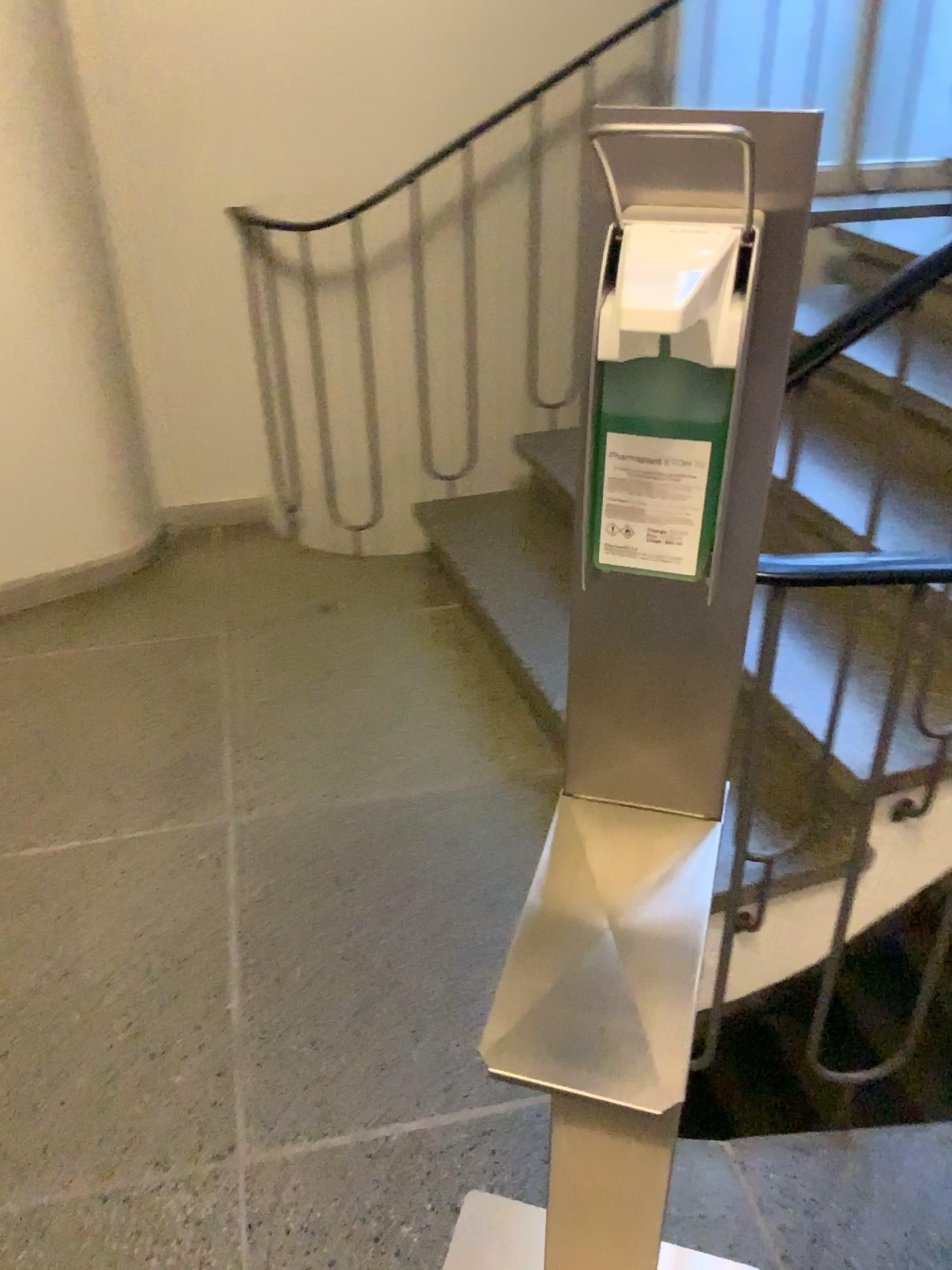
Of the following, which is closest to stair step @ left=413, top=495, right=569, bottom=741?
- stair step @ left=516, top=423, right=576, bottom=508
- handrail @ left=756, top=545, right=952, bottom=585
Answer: stair step @ left=516, top=423, right=576, bottom=508

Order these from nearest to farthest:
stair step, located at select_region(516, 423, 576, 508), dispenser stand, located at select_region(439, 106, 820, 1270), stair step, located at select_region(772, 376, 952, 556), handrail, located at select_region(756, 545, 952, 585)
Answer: dispenser stand, located at select_region(439, 106, 820, 1270) → handrail, located at select_region(756, 545, 952, 585) → stair step, located at select_region(772, 376, 952, 556) → stair step, located at select_region(516, 423, 576, 508)

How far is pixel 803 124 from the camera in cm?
62

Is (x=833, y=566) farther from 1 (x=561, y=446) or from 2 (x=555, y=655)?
1 (x=561, y=446)

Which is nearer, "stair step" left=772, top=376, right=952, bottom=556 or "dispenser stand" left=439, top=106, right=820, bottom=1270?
"dispenser stand" left=439, top=106, right=820, bottom=1270

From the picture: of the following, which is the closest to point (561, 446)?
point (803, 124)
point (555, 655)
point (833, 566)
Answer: point (555, 655)

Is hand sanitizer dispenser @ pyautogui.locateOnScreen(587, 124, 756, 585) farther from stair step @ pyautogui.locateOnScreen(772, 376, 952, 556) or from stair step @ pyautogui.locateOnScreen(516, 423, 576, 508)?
stair step @ pyautogui.locateOnScreen(516, 423, 576, 508)

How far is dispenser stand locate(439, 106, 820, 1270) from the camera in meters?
0.6

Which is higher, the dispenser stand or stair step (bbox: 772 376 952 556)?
the dispenser stand

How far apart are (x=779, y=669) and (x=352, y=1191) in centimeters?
101cm
